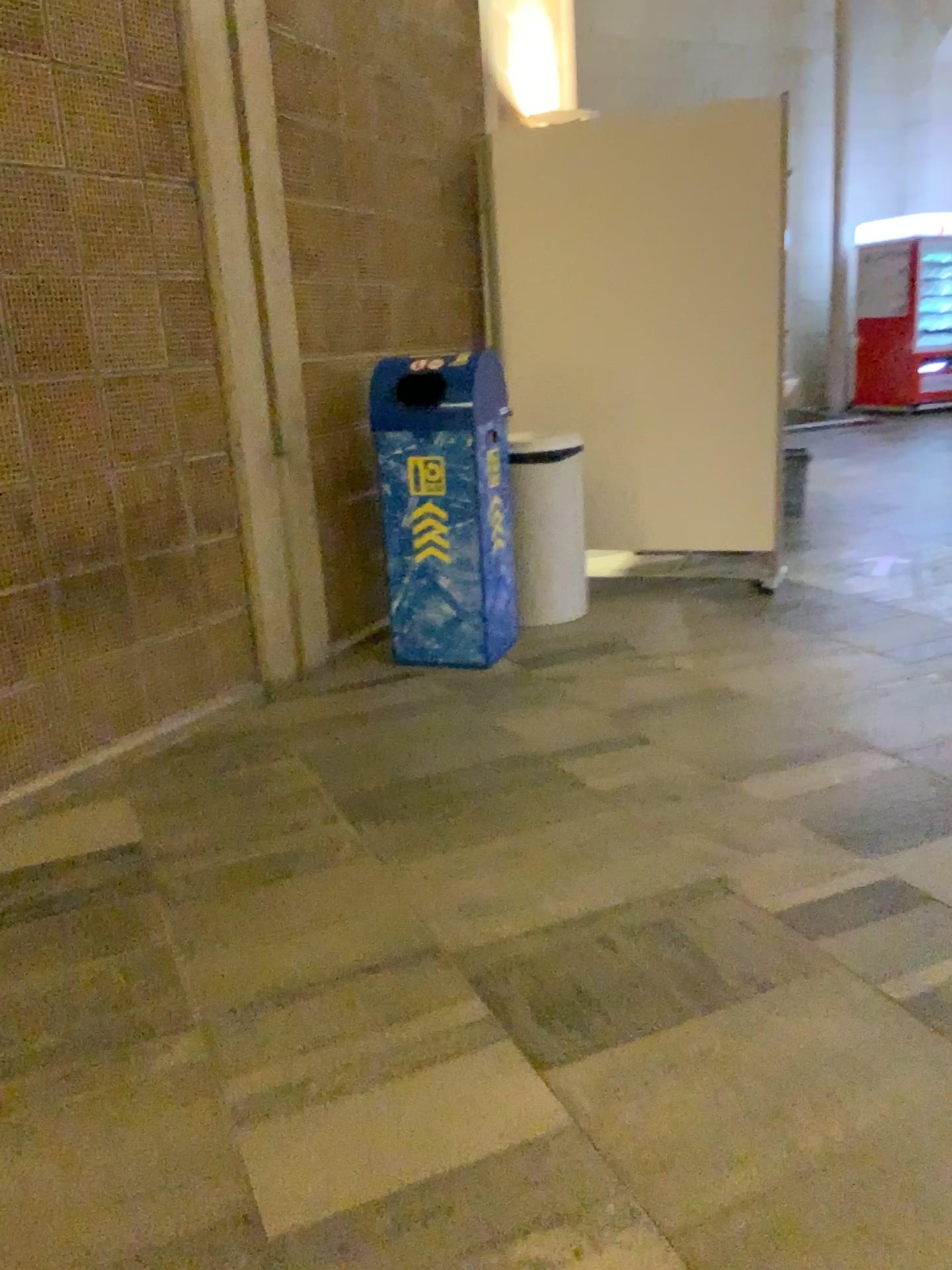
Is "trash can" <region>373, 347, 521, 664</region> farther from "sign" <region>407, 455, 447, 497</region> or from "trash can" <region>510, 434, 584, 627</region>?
"trash can" <region>510, 434, 584, 627</region>

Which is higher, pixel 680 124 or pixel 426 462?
pixel 680 124

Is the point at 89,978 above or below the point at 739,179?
below

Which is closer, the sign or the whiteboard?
the sign

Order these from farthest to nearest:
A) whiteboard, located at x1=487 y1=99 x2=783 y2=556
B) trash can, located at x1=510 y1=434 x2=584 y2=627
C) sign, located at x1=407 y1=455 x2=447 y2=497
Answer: whiteboard, located at x1=487 y1=99 x2=783 y2=556 → trash can, located at x1=510 y1=434 x2=584 y2=627 → sign, located at x1=407 y1=455 x2=447 y2=497

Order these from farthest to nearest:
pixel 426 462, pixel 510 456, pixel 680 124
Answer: pixel 680 124 → pixel 510 456 → pixel 426 462

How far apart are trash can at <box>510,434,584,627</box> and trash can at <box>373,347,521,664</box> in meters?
0.3

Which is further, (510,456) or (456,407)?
(510,456)

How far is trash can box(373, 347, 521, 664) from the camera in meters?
3.6 m

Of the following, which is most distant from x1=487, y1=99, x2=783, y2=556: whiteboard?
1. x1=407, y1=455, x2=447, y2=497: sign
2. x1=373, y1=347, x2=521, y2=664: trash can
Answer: x1=407, y1=455, x2=447, y2=497: sign
